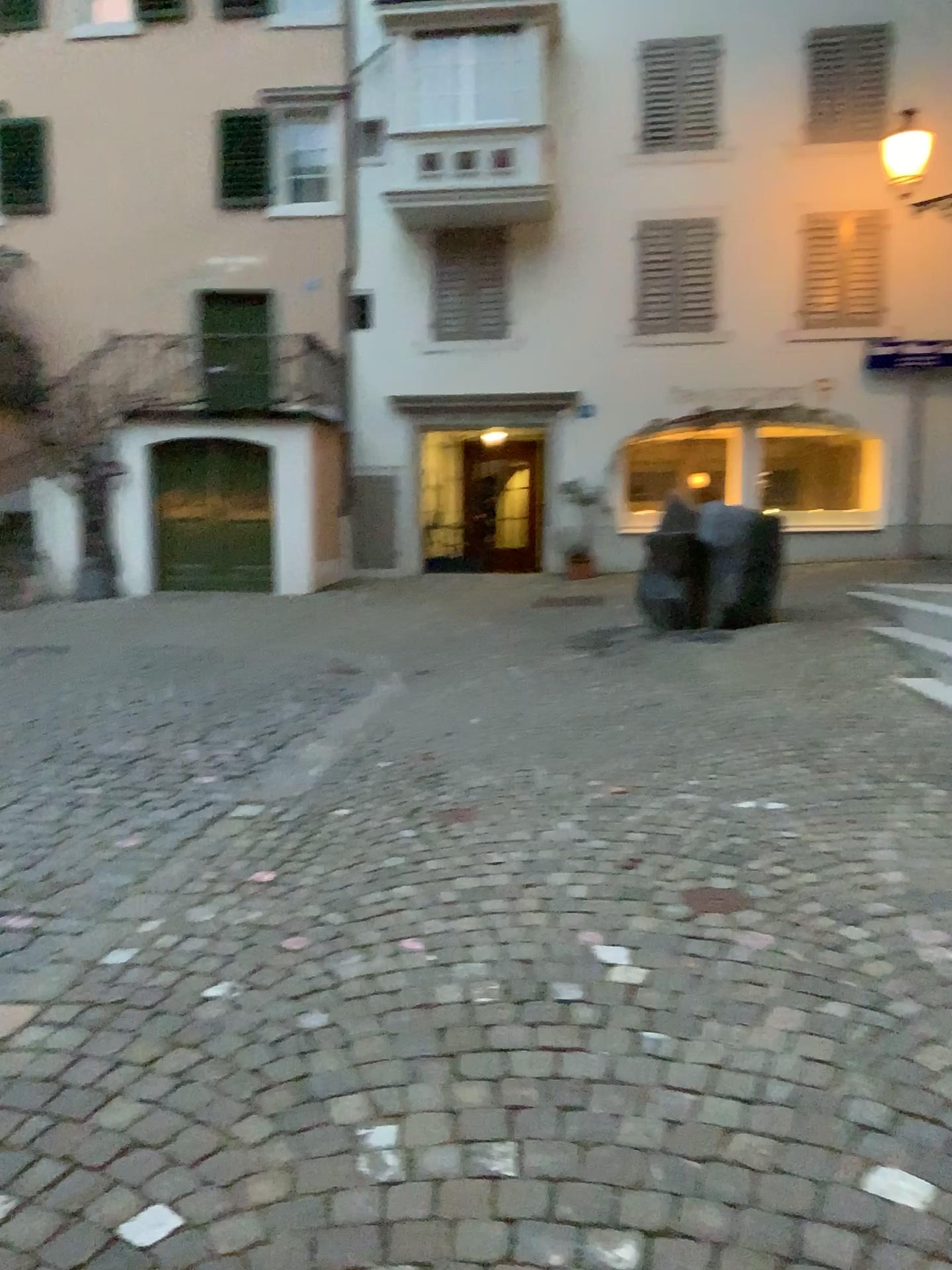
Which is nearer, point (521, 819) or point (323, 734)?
point (521, 819)
